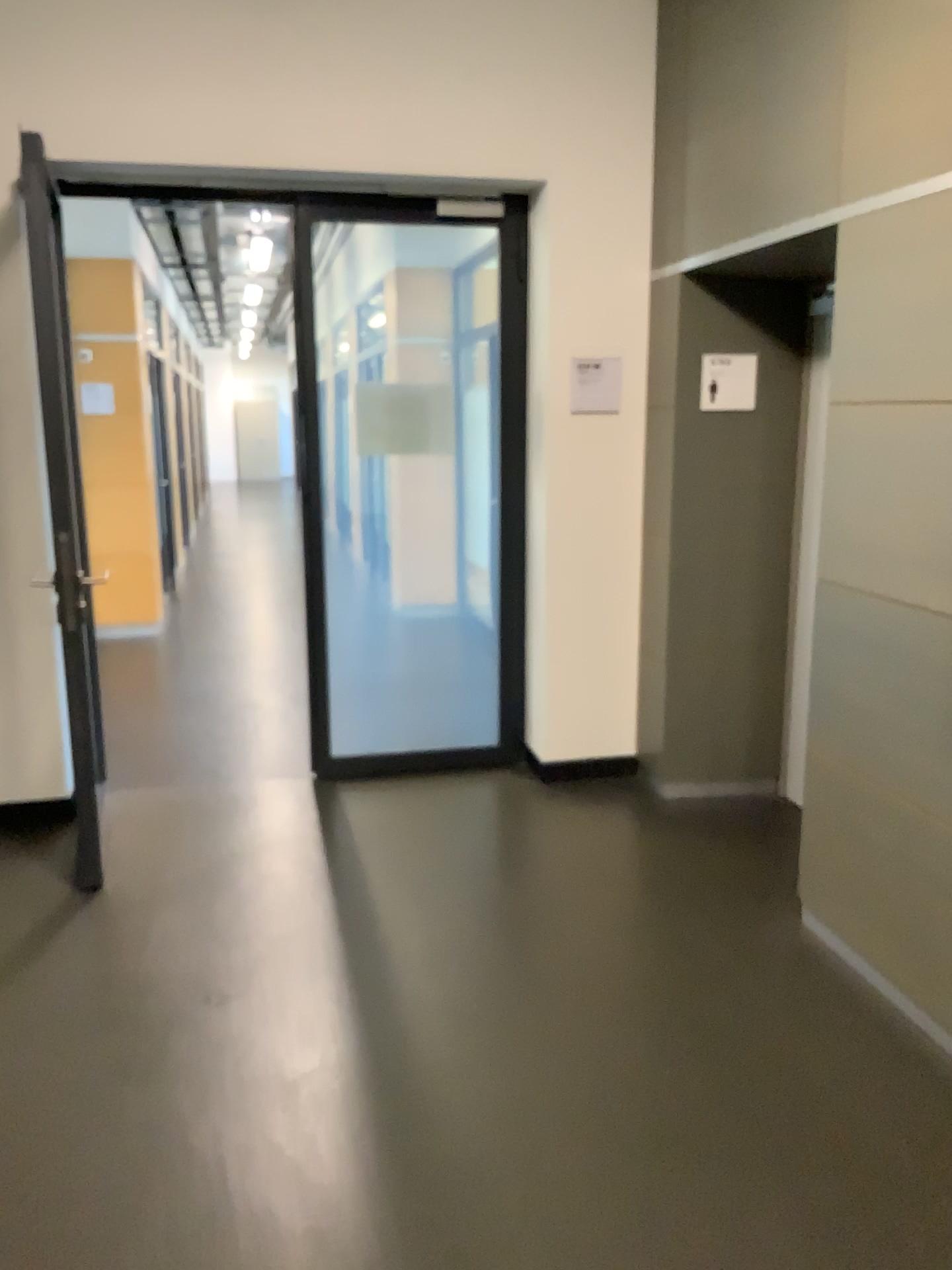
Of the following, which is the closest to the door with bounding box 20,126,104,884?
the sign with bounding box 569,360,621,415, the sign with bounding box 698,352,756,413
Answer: the sign with bounding box 569,360,621,415

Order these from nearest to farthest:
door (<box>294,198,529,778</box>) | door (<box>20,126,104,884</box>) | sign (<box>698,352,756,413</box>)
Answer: door (<box>20,126,104,884</box>) < sign (<box>698,352,756,413</box>) < door (<box>294,198,529,778</box>)

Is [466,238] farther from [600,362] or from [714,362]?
[714,362]

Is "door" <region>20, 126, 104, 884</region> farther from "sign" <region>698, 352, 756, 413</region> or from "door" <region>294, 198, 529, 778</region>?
"sign" <region>698, 352, 756, 413</region>

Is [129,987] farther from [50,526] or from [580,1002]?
[50,526]

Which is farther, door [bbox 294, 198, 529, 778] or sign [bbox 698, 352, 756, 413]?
door [bbox 294, 198, 529, 778]

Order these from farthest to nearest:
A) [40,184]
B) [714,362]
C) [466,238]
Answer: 1. [466,238]
2. [714,362]
3. [40,184]

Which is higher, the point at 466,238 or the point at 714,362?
the point at 466,238

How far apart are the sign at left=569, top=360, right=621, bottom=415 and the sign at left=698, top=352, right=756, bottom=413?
0.4m

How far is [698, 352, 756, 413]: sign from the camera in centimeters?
410cm
